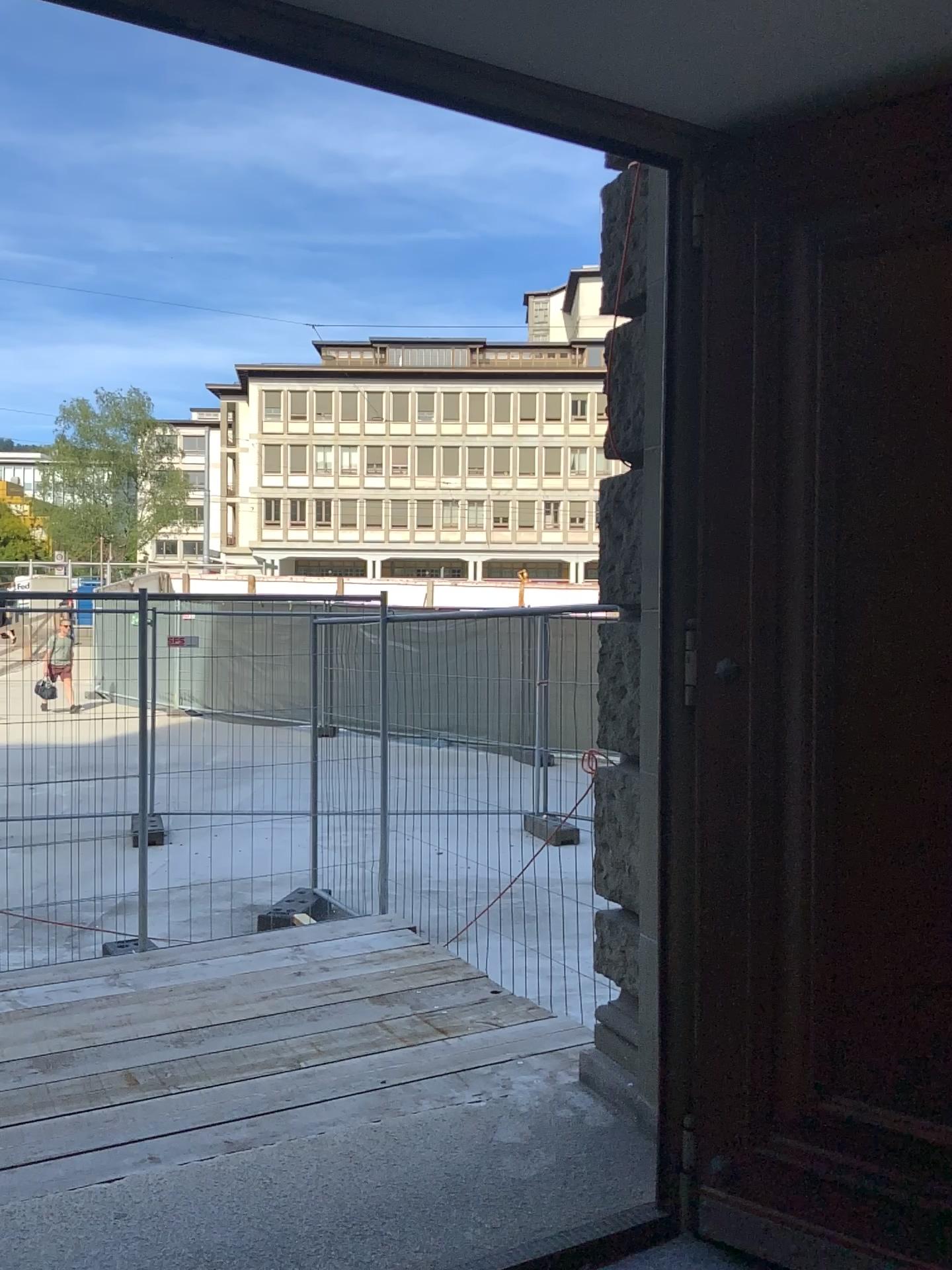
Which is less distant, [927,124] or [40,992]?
[927,124]

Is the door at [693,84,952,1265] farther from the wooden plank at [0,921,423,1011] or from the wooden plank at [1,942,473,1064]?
the wooden plank at [0,921,423,1011]

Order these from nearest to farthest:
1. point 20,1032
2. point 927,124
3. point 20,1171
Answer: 1. point 927,124
2. point 20,1171
3. point 20,1032

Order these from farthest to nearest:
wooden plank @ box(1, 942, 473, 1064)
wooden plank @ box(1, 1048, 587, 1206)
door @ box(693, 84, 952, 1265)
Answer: wooden plank @ box(1, 942, 473, 1064) < wooden plank @ box(1, 1048, 587, 1206) < door @ box(693, 84, 952, 1265)

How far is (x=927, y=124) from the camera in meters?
2.4

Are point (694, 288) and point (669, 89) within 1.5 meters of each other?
yes

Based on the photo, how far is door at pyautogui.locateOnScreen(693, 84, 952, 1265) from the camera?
2.4 meters

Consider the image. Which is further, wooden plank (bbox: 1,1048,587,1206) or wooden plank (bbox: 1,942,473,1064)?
wooden plank (bbox: 1,942,473,1064)

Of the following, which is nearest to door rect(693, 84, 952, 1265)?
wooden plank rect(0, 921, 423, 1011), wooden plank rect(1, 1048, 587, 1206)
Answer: wooden plank rect(1, 1048, 587, 1206)

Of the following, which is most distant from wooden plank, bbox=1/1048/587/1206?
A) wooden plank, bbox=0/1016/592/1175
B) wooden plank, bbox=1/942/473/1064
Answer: wooden plank, bbox=1/942/473/1064
